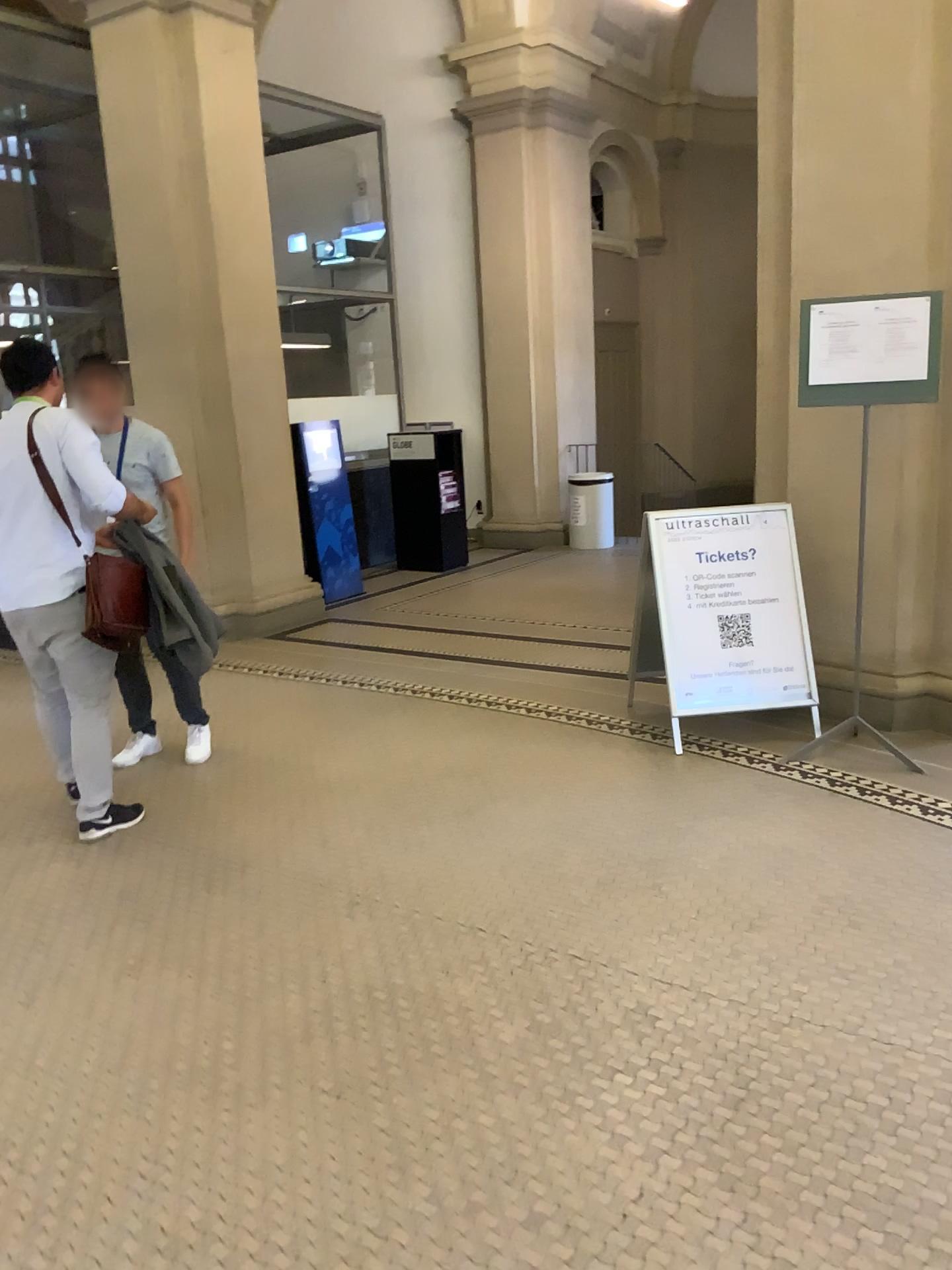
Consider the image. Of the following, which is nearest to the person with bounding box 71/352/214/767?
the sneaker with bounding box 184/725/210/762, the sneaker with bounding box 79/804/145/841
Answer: the sneaker with bounding box 184/725/210/762

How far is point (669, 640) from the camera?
4.6 meters

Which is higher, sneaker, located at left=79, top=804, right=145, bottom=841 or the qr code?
the qr code

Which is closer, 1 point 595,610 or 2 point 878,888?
2 point 878,888

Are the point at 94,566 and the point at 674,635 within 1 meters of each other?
no

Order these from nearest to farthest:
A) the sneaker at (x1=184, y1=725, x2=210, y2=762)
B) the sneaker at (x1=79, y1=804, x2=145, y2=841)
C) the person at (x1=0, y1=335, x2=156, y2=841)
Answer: the person at (x1=0, y1=335, x2=156, y2=841), the sneaker at (x1=79, y1=804, x2=145, y2=841), the sneaker at (x1=184, y1=725, x2=210, y2=762)

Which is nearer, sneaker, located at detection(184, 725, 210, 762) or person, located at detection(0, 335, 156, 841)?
person, located at detection(0, 335, 156, 841)

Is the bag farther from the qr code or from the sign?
the qr code

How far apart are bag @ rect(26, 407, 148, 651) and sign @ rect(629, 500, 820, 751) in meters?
2.2 m

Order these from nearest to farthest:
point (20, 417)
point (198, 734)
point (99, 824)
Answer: point (20, 417) < point (99, 824) < point (198, 734)
